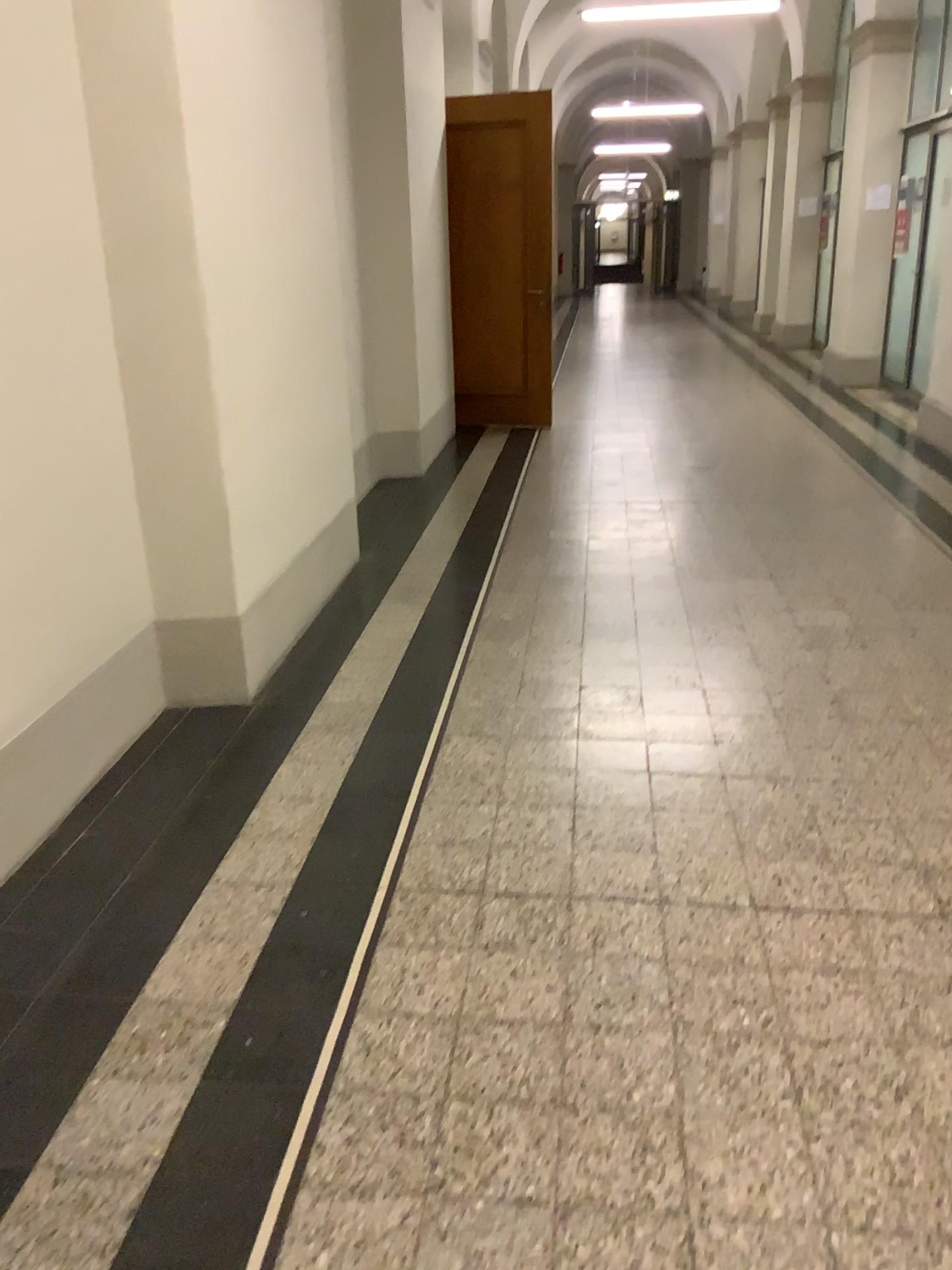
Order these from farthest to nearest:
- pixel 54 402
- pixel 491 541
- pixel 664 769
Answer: pixel 491 541
pixel 664 769
pixel 54 402
